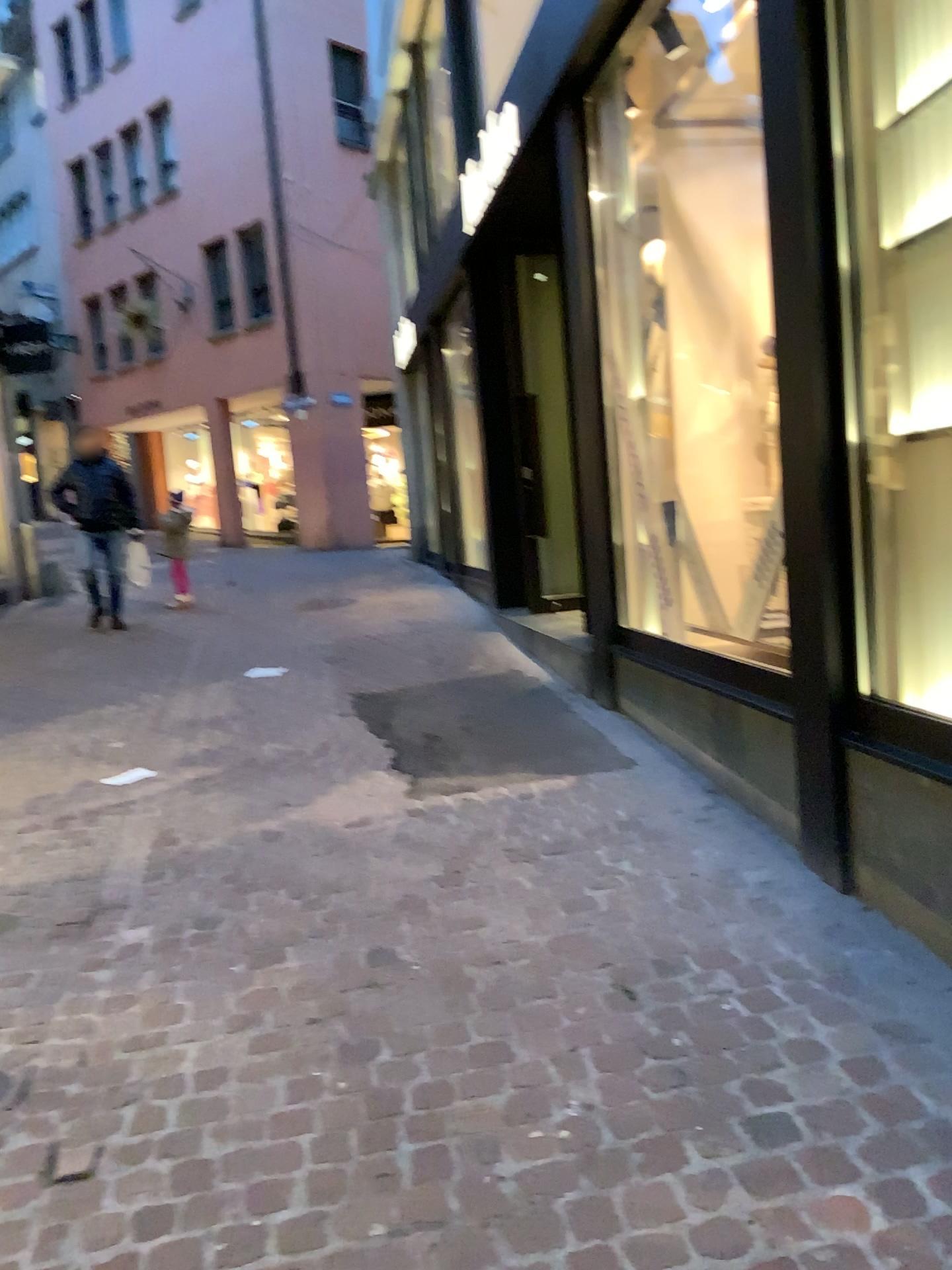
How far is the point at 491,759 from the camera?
4.4m
